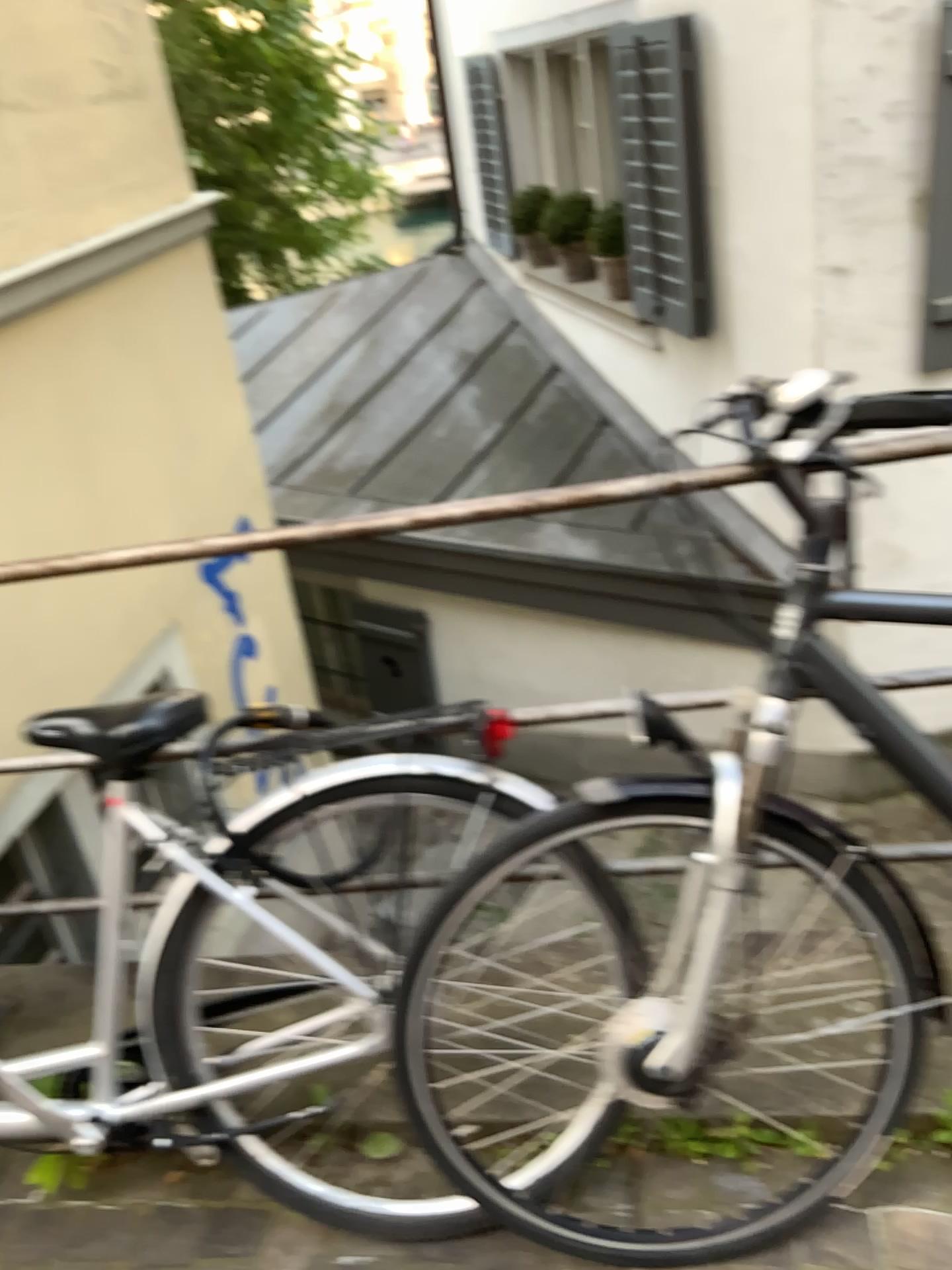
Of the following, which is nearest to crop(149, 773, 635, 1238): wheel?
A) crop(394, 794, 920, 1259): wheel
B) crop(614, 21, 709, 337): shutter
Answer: crop(394, 794, 920, 1259): wheel

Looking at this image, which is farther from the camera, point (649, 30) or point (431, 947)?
point (649, 30)

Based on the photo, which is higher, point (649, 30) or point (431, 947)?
point (649, 30)

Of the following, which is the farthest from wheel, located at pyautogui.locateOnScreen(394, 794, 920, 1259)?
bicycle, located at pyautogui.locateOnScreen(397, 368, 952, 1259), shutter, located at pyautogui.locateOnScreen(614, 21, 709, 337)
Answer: shutter, located at pyautogui.locateOnScreen(614, 21, 709, 337)

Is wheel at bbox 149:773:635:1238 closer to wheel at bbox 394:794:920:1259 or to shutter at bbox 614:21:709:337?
wheel at bbox 394:794:920:1259

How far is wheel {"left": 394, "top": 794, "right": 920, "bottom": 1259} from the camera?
1.4m

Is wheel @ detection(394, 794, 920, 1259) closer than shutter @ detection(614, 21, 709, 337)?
Yes

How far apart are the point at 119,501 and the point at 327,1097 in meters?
2.1

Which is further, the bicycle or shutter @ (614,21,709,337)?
shutter @ (614,21,709,337)

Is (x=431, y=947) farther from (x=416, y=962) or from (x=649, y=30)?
(x=649, y=30)
